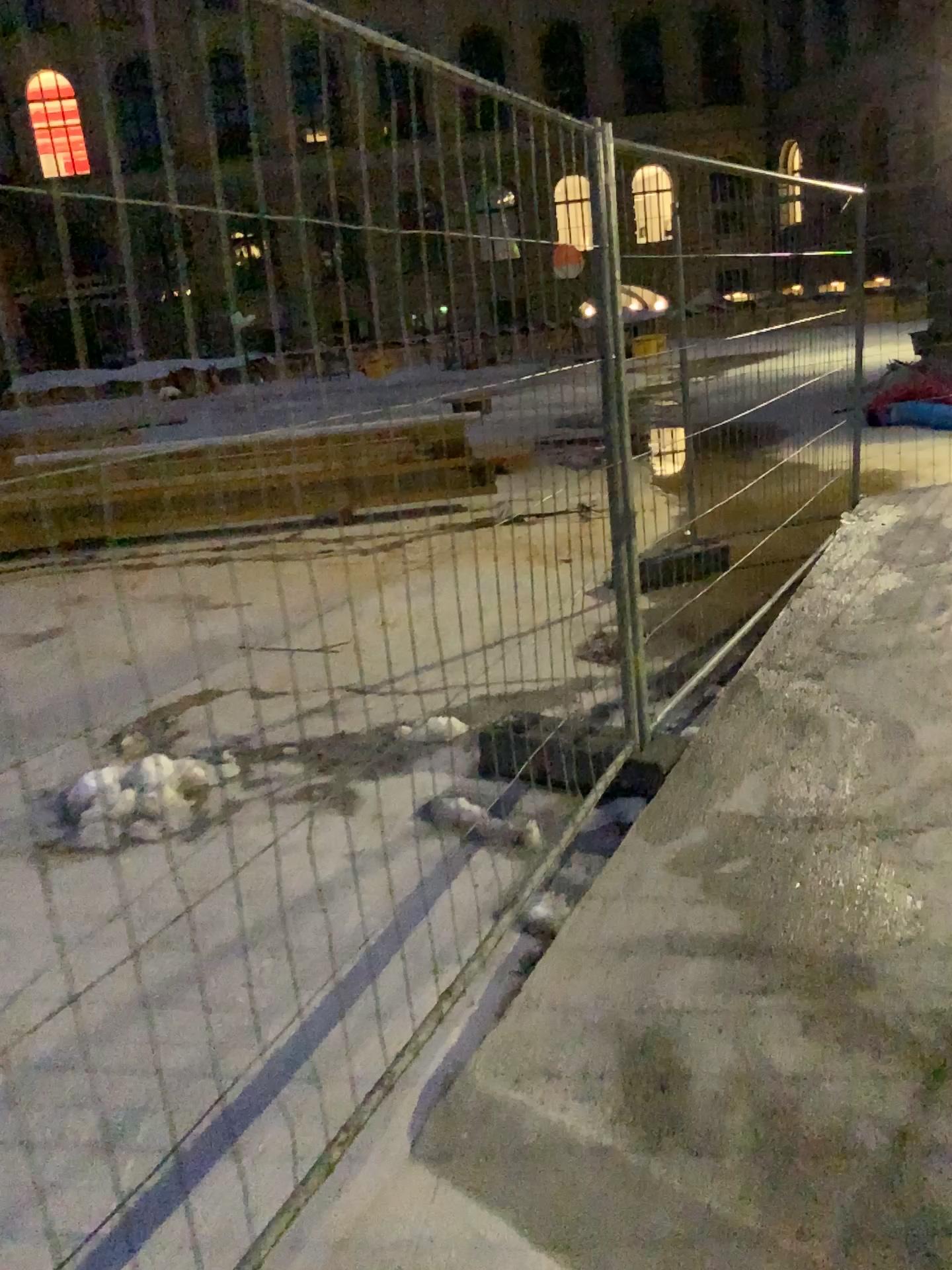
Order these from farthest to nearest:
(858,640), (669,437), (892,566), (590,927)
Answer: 1. (892,566)
2. (858,640)
3. (669,437)
4. (590,927)
